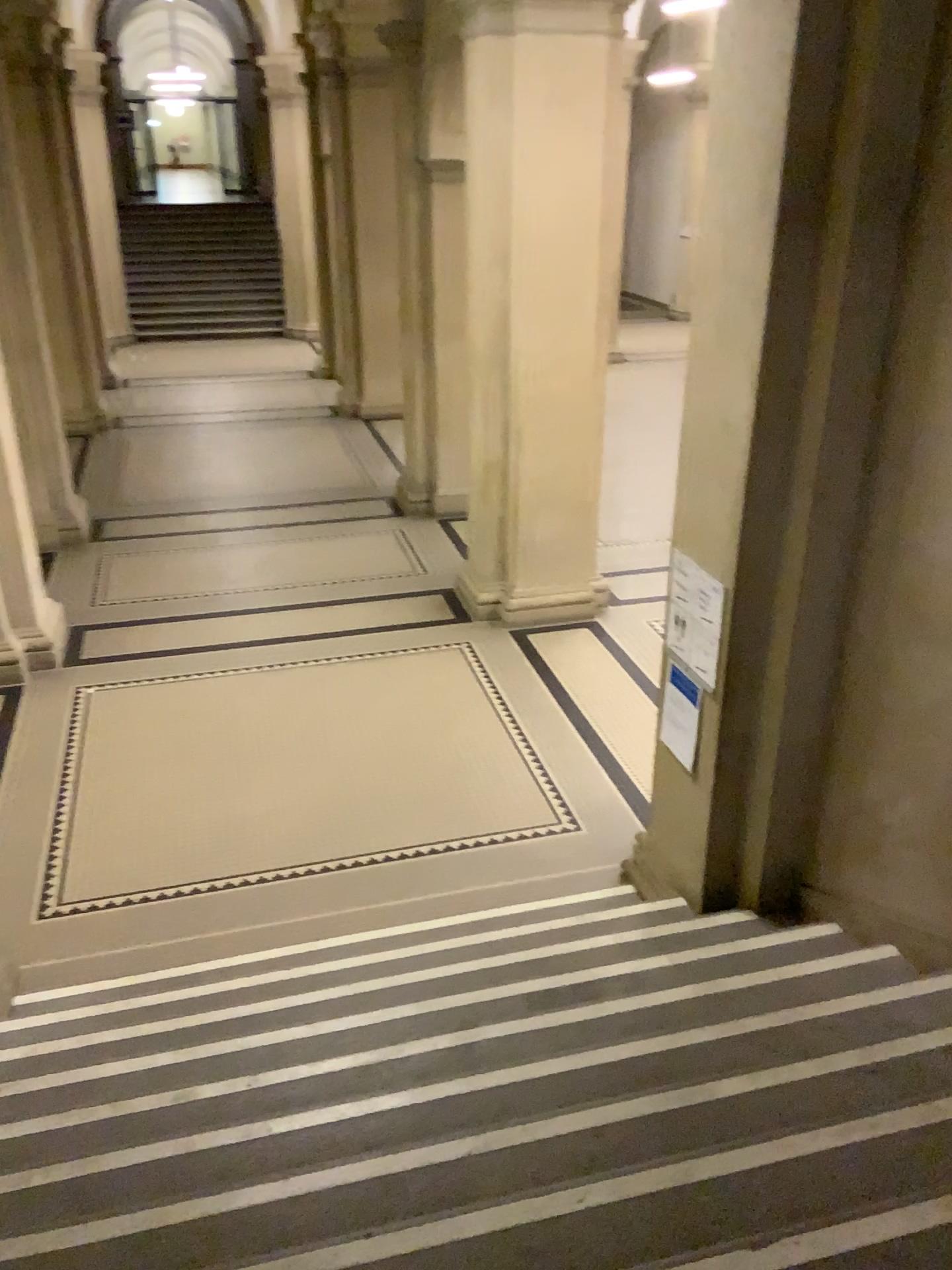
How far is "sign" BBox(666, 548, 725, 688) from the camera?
3.9m

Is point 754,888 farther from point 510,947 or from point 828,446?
point 828,446

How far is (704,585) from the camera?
3.94m
